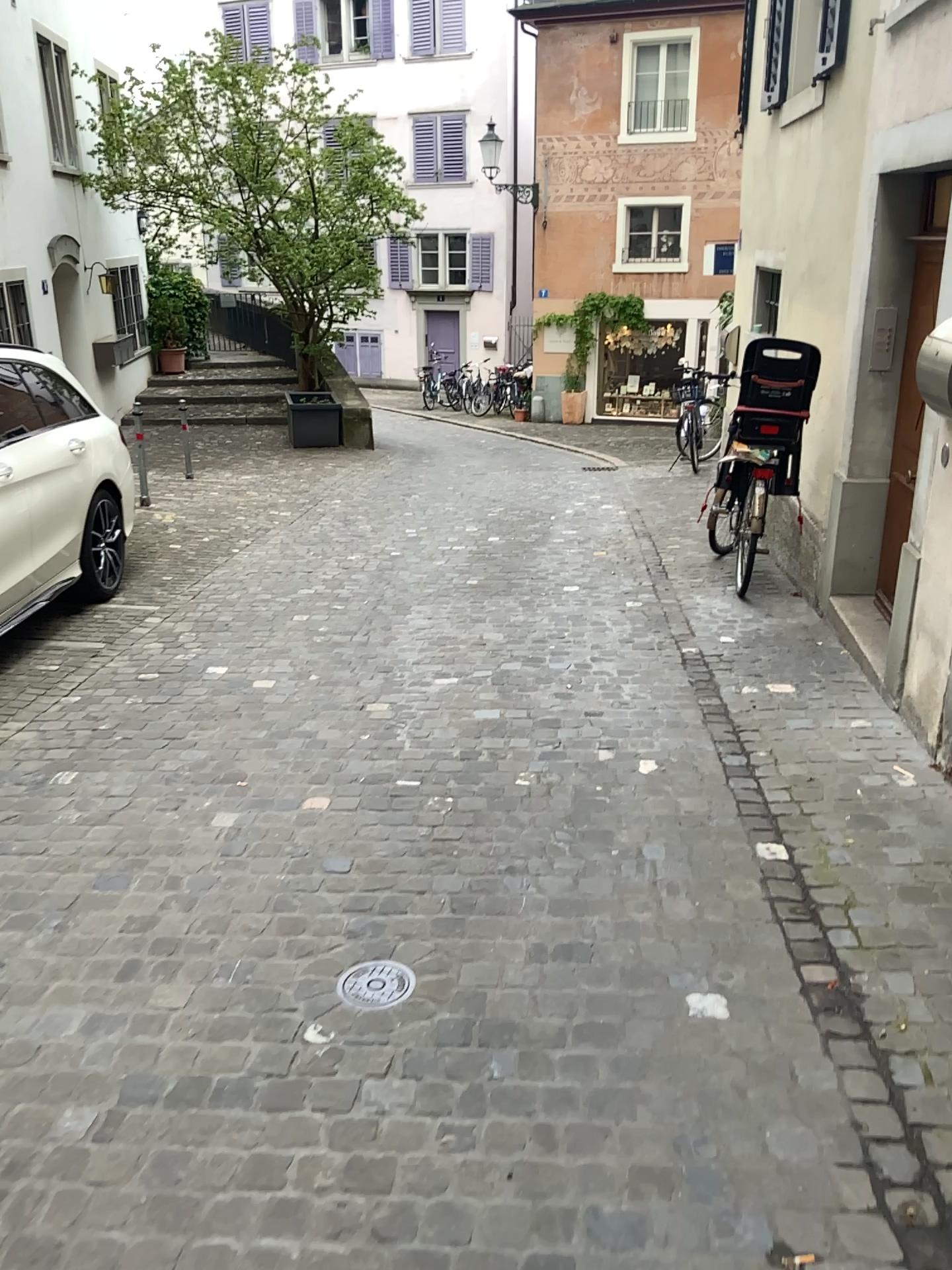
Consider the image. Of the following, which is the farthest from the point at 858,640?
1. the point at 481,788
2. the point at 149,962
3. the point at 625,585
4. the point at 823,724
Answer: the point at 149,962

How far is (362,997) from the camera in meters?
2.5

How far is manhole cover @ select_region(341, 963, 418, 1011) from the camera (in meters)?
2.45
